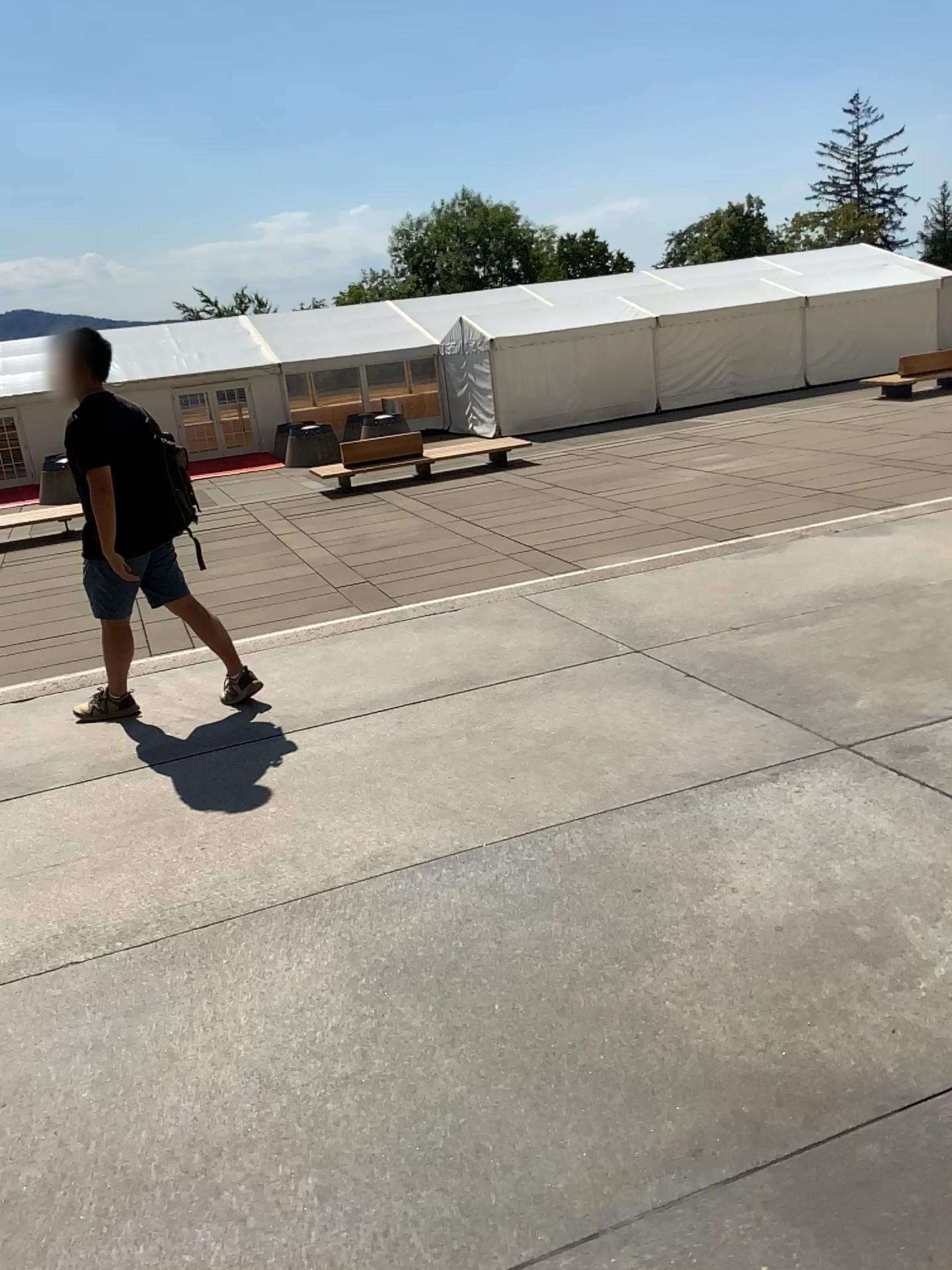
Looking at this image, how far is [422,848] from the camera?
3.1 meters
